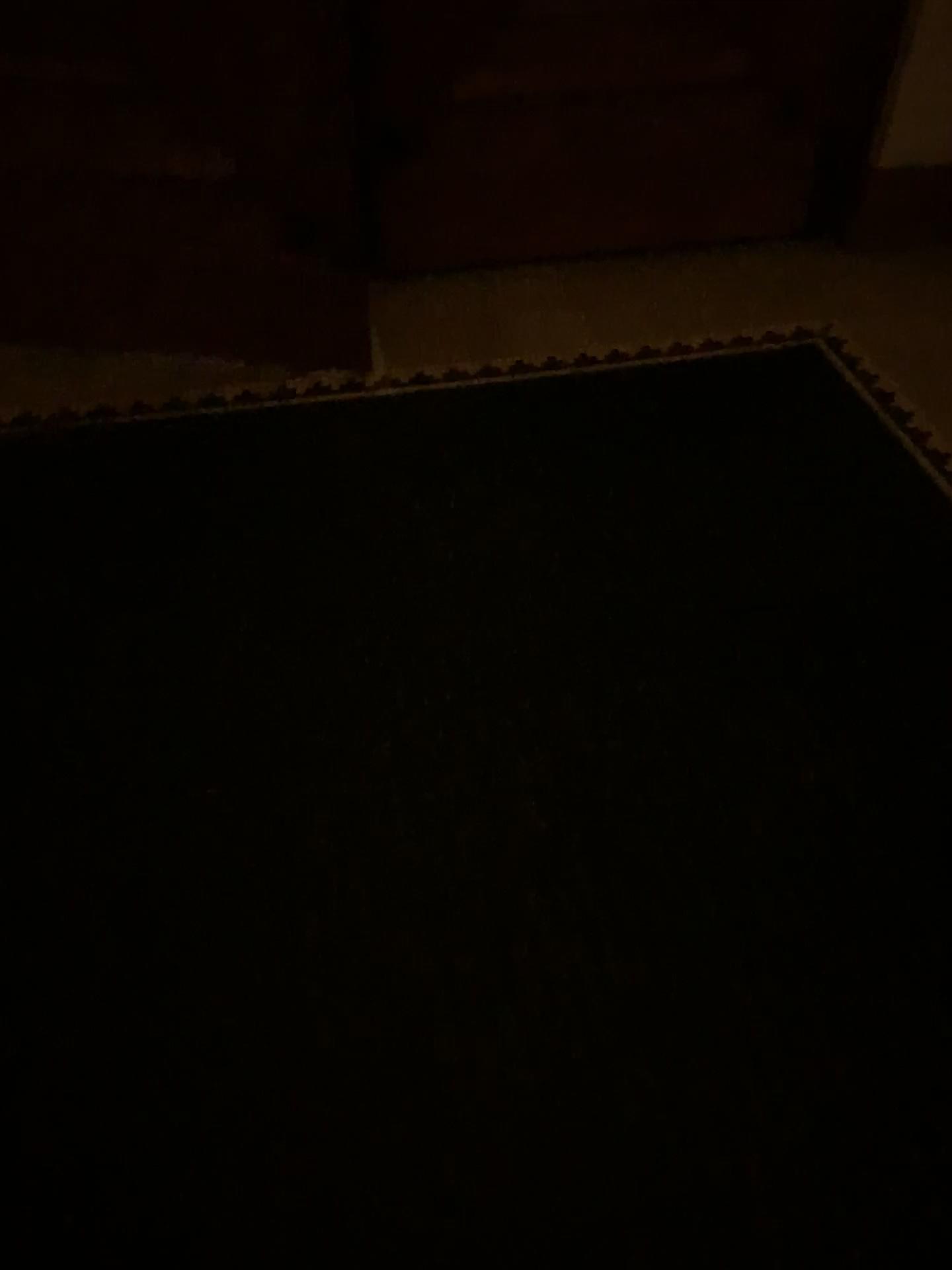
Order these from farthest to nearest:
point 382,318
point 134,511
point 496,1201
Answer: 1. point 382,318
2. point 134,511
3. point 496,1201
